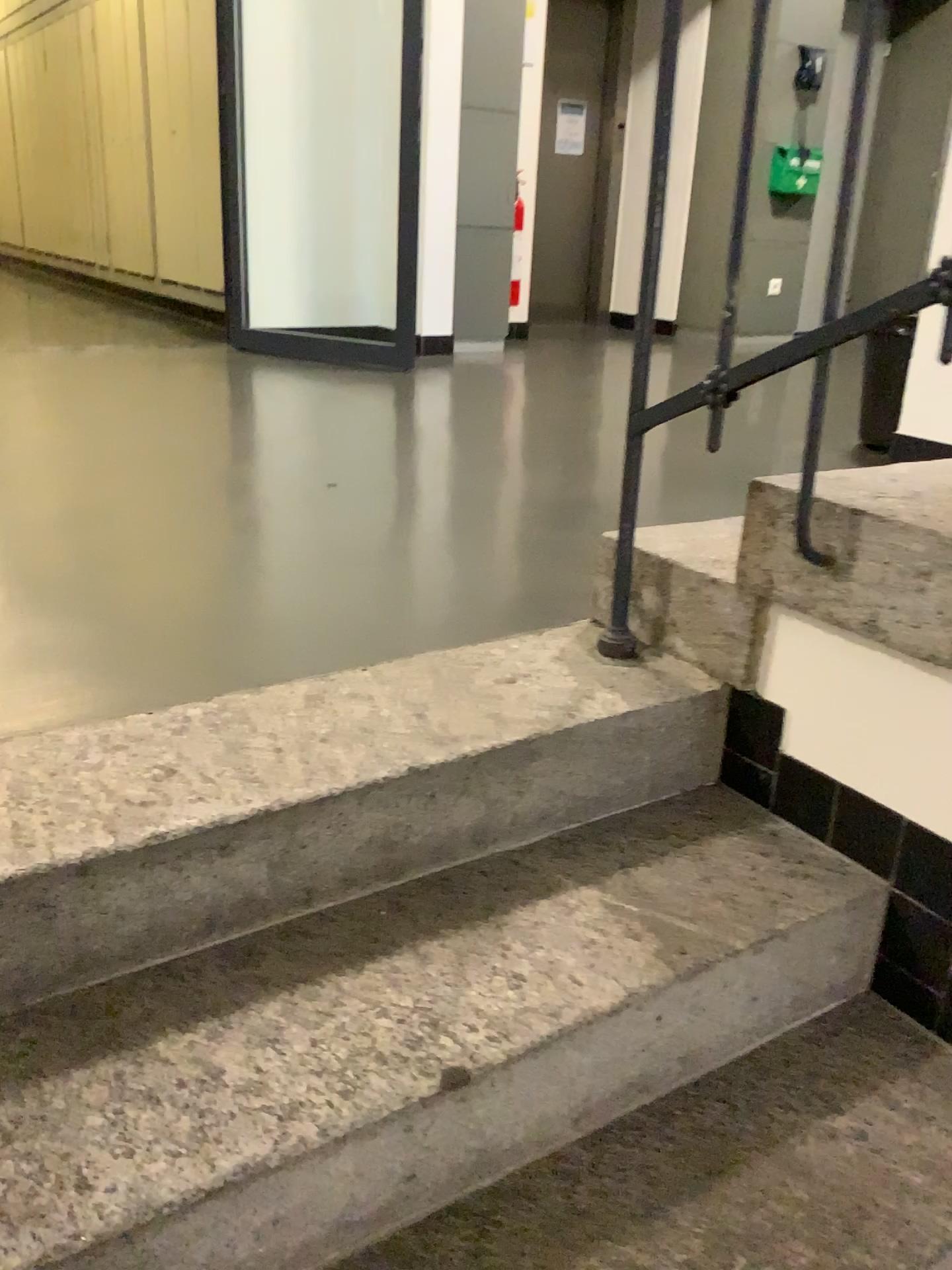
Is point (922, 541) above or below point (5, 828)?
above

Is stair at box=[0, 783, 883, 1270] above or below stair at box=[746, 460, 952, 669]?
below

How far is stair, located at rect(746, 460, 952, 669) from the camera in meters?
1.2

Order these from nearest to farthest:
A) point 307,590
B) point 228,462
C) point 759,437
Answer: point 307,590
point 228,462
point 759,437

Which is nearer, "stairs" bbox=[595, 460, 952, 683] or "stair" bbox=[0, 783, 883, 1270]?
"stair" bbox=[0, 783, 883, 1270]

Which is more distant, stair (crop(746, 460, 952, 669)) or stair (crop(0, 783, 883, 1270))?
stair (crop(746, 460, 952, 669))

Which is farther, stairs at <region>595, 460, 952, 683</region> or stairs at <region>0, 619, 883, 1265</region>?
stairs at <region>595, 460, 952, 683</region>

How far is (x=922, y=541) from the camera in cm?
121

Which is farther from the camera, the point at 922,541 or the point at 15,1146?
the point at 922,541
